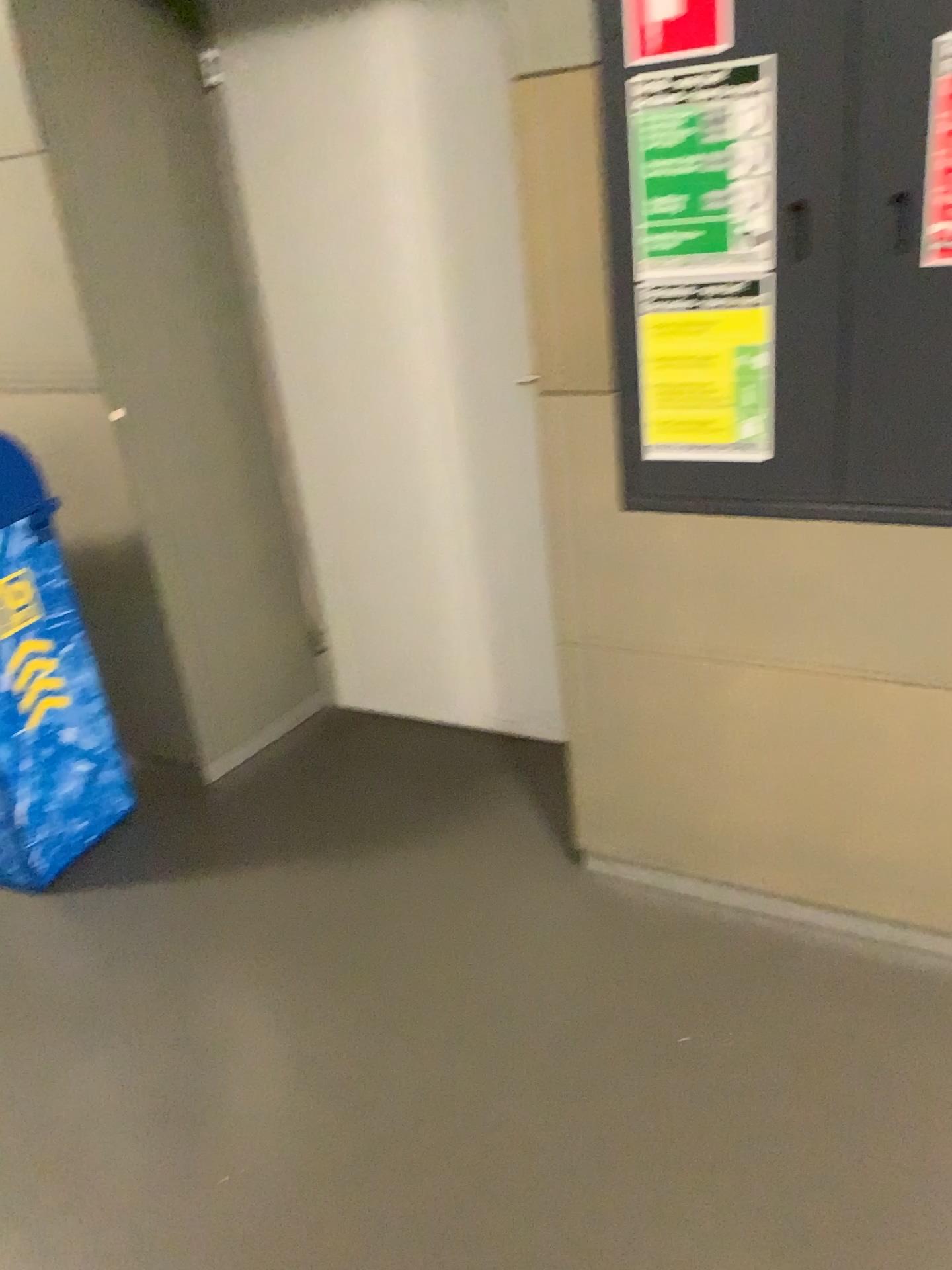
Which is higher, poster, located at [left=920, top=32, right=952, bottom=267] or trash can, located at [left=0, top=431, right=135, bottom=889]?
poster, located at [left=920, top=32, right=952, bottom=267]

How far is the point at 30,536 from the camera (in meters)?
2.36

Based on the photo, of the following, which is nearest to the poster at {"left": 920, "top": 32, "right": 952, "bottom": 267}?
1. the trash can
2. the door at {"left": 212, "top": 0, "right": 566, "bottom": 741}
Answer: the door at {"left": 212, "top": 0, "right": 566, "bottom": 741}

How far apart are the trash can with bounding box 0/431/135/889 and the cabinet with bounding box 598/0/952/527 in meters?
1.4 m

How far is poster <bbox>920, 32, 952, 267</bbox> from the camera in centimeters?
141cm

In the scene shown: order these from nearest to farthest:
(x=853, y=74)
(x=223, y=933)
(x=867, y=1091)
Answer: (x=853, y=74) < (x=867, y=1091) < (x=223, y=933)

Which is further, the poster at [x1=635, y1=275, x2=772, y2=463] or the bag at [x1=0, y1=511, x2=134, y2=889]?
the bag at [x1=0, y1=511, x2=134, y2=889]

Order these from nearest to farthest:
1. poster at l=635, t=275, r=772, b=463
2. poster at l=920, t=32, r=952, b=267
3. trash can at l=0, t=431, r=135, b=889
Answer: poster at l=920, t=32, r=952, b=267 < poster at l=635, t=275, r=772, b=463 < trash can at l=0, t=431, r=135, b=889

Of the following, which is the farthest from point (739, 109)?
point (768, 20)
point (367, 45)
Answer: point (367, 45)

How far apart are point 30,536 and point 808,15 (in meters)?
1.84
